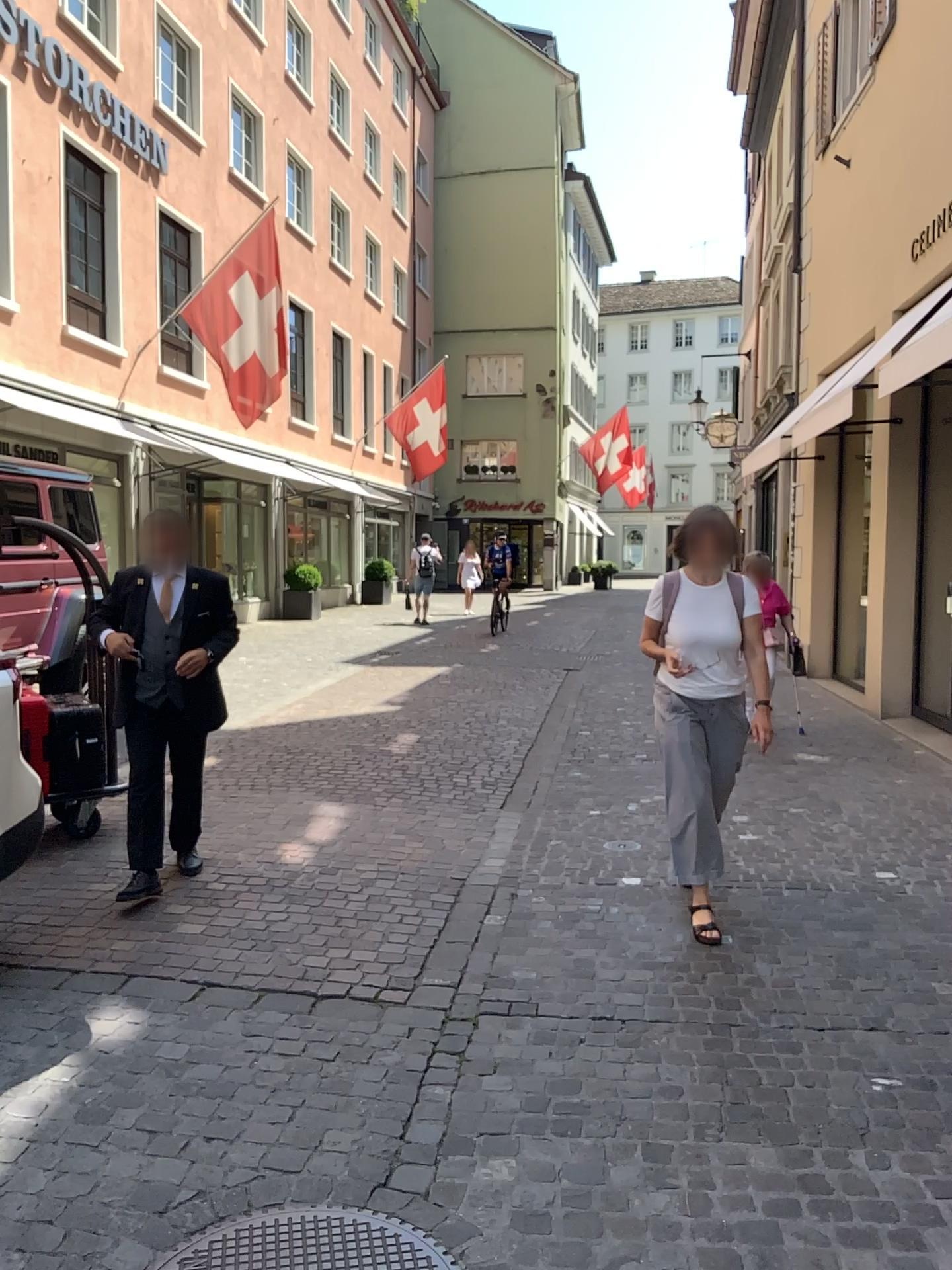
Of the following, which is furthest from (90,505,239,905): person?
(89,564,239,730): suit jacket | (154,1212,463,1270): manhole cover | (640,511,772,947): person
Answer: (154,1212,463,1270): manhole cover

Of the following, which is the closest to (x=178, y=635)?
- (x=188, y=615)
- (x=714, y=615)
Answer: (x=188, y=615)

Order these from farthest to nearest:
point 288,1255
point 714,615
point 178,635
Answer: point 178,635 < point 714,615 < point 288,1255

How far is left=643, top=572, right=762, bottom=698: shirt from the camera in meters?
4.3

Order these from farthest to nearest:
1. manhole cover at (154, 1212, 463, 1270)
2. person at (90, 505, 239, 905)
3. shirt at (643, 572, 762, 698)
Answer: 1. person at (90, 505, 239, 905)
2. shirt at (643, 572, 762, 698)
3. manhole cover at (154, 1212, 463, 1270)

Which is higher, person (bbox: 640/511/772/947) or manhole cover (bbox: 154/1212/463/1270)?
person (bbox: 640/511/772/947)

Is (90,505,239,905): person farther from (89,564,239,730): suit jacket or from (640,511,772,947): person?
(640,511,772,947): person

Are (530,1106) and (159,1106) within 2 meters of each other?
yes

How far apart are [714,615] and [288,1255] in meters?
2.8

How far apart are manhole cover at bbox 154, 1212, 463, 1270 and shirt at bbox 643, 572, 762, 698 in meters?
2.5 m
